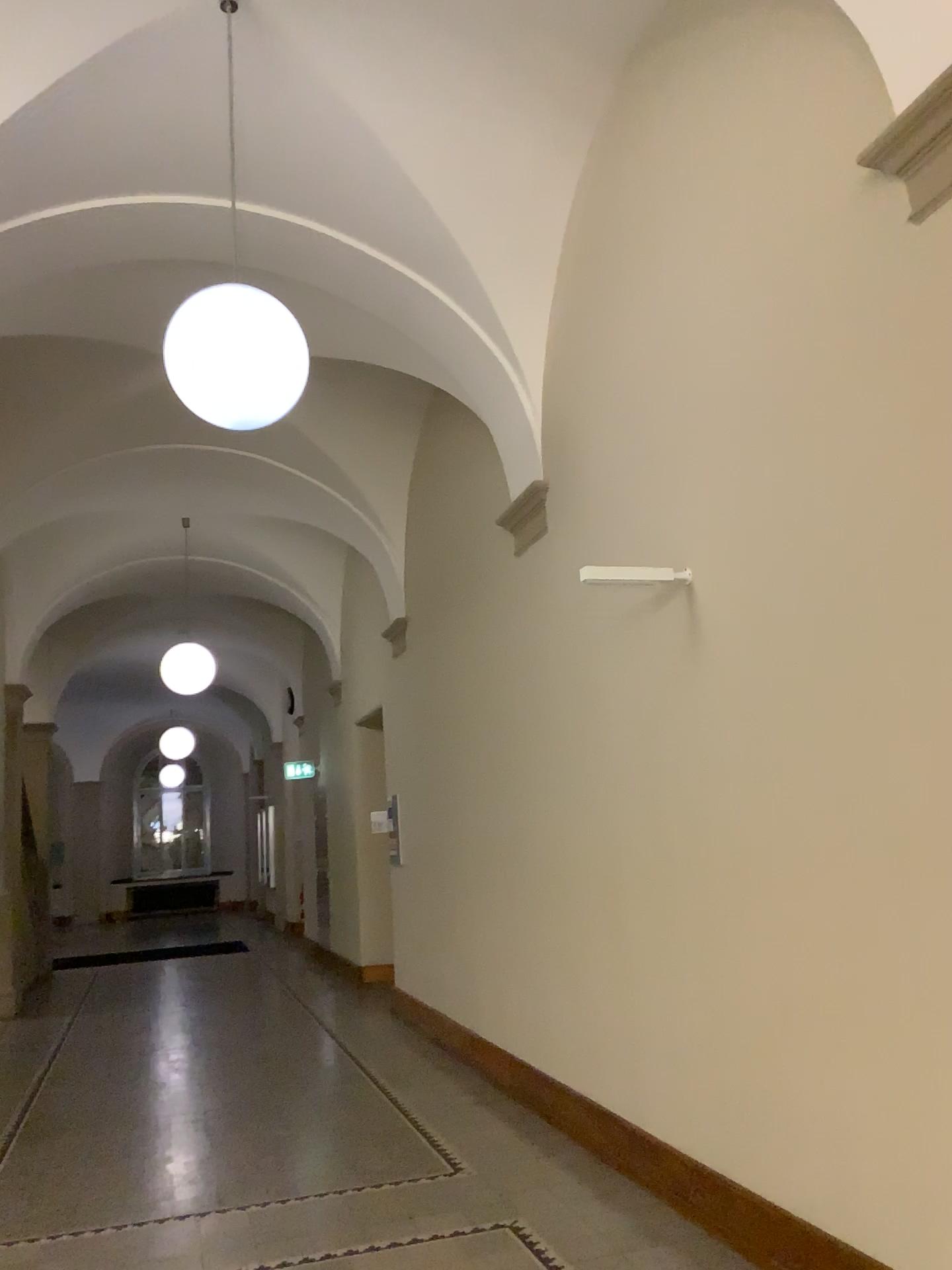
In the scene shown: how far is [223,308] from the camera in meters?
3.5 m

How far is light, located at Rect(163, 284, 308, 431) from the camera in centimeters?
351cm

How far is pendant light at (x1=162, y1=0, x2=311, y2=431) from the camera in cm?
351

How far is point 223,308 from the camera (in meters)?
3.51

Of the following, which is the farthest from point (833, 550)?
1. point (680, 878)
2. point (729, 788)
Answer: point (680, 878)
